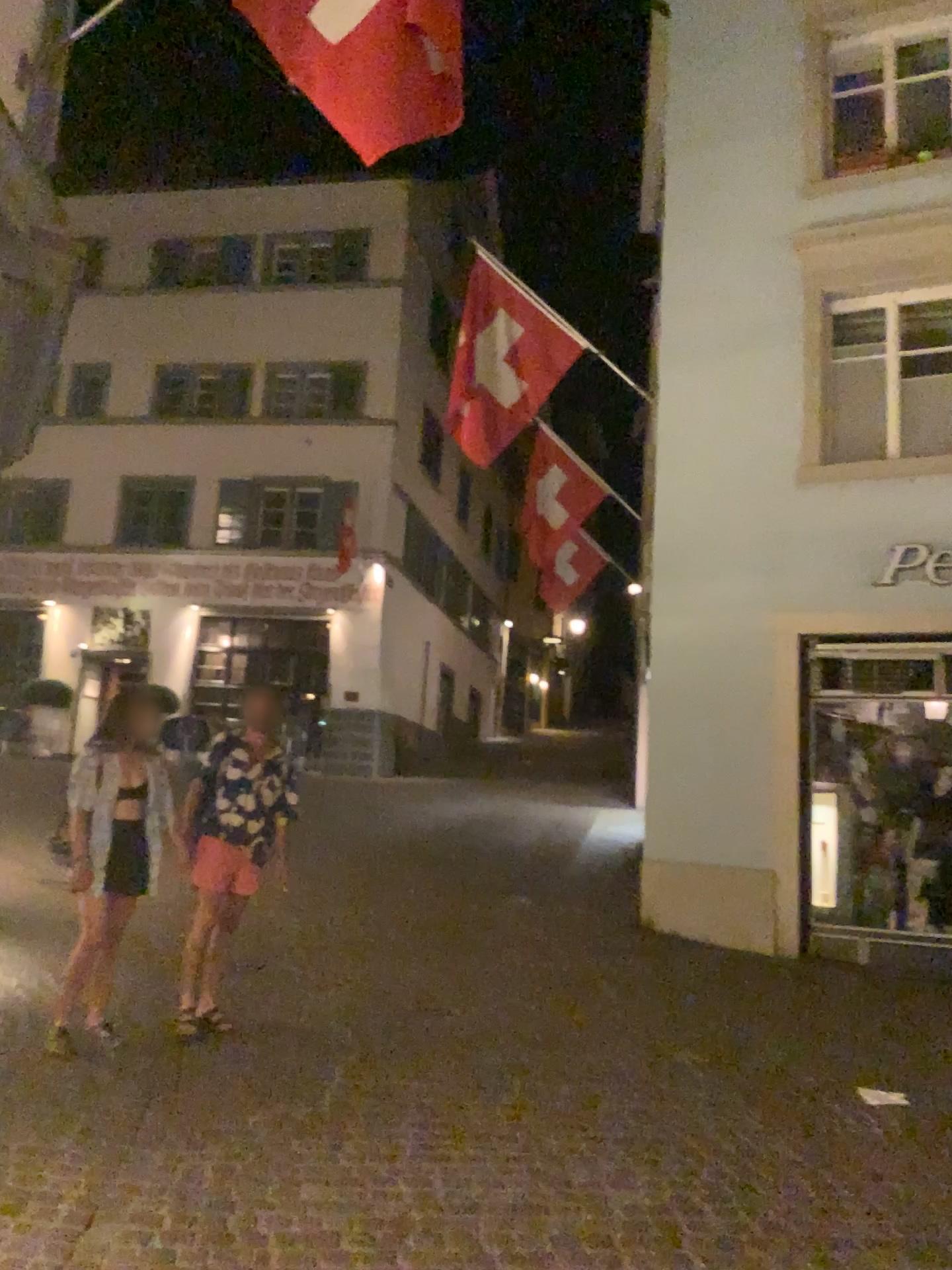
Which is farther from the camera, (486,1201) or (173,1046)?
(173,1046)
